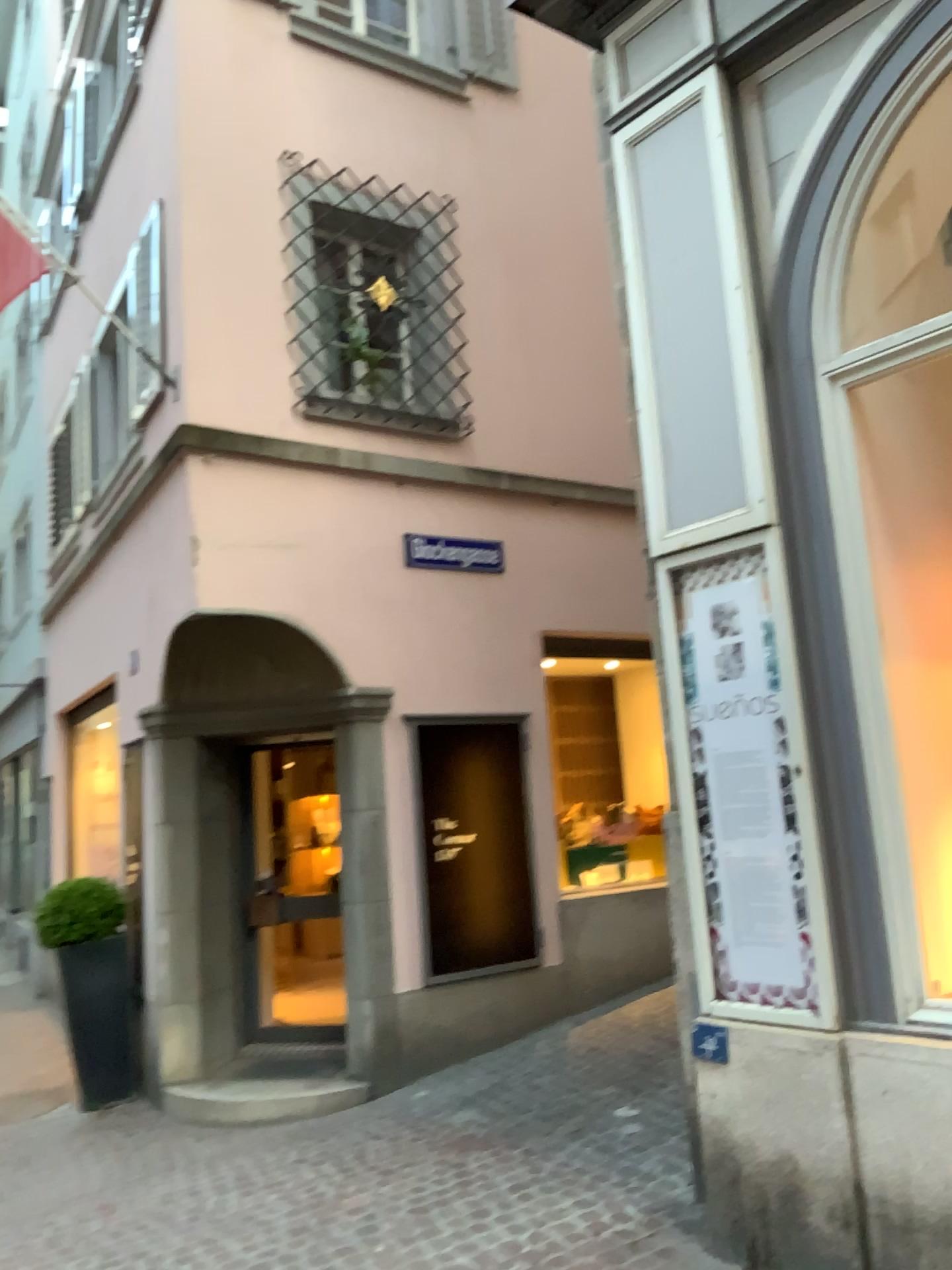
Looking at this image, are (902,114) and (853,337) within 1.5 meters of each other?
yes

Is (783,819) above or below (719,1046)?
above

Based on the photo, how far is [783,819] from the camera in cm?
343

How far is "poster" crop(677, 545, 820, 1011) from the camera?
Result: 3.4 meters
